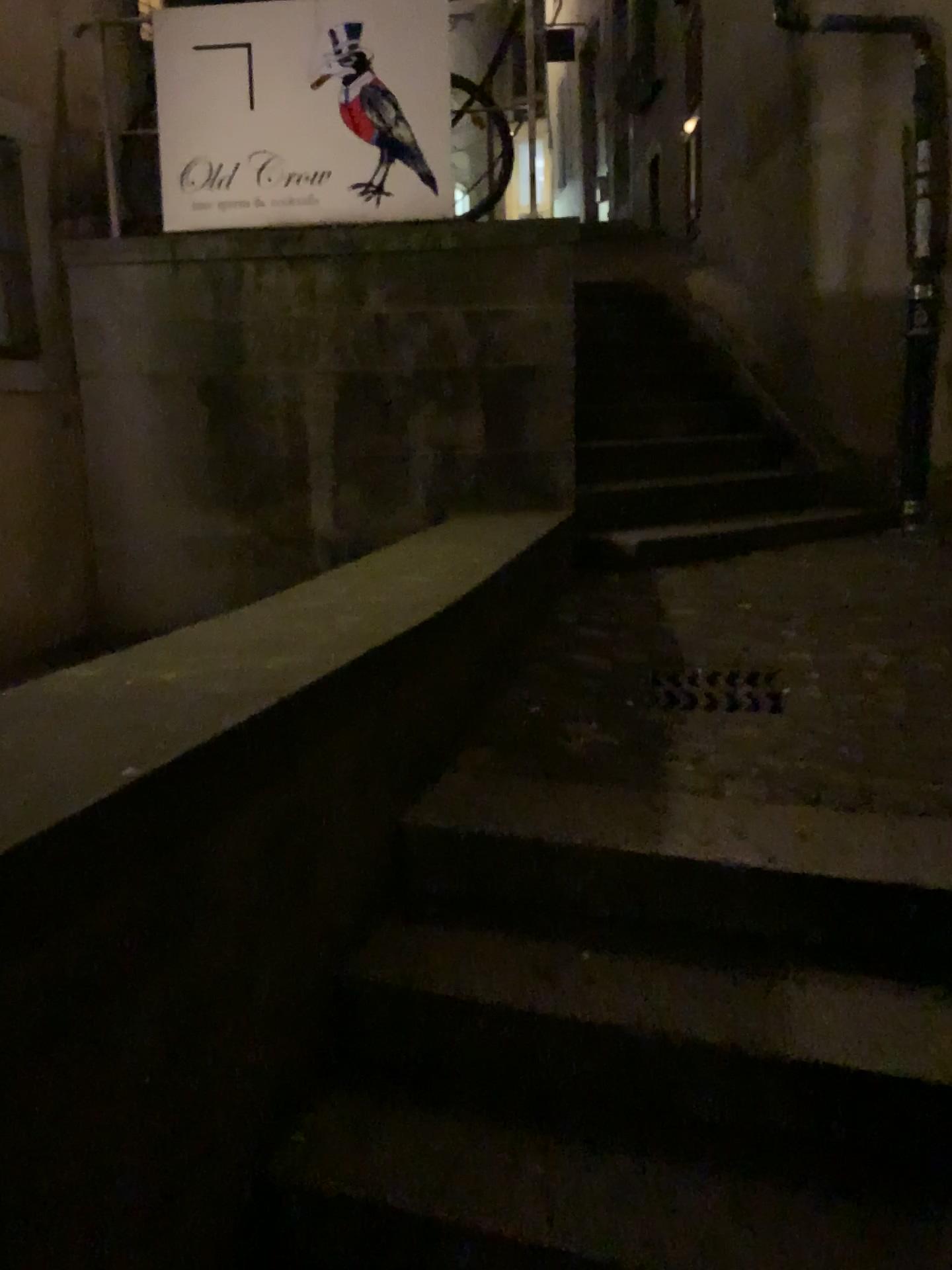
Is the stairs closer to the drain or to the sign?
the drain

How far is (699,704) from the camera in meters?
2.8 m

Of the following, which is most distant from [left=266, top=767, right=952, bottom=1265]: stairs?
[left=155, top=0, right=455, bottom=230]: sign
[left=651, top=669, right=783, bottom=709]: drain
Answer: [left=155, top=0, right=455, bottom=230]: sign

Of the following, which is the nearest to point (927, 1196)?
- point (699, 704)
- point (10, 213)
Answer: point (699, 704)

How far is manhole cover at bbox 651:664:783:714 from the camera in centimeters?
278cm

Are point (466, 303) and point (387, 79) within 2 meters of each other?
yes

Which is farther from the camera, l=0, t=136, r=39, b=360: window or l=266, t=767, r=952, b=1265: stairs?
l=0, t=136, r=39, b=360: window

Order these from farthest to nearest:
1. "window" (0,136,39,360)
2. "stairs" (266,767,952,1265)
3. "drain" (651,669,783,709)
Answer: "window" (0,136,39,360), "drain" (651,669,783,709), "stairs" (266,767,952,1265)

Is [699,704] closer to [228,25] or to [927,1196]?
[927,1196]

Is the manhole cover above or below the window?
below
